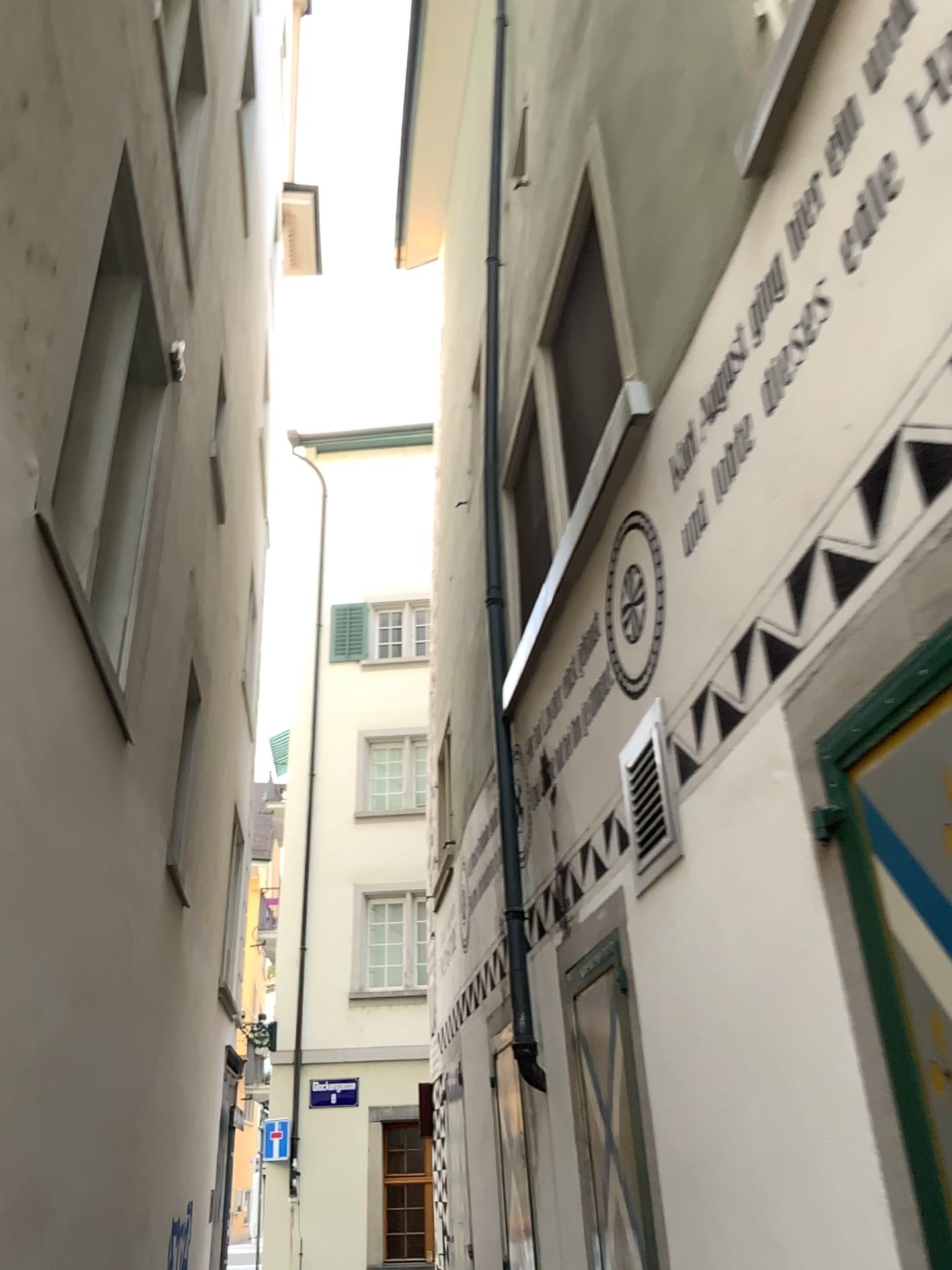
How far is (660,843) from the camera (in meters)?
3.68

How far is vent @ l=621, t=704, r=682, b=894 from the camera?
3.7m

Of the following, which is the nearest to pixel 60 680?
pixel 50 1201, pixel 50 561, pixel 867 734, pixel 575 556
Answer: pixel 50 561
